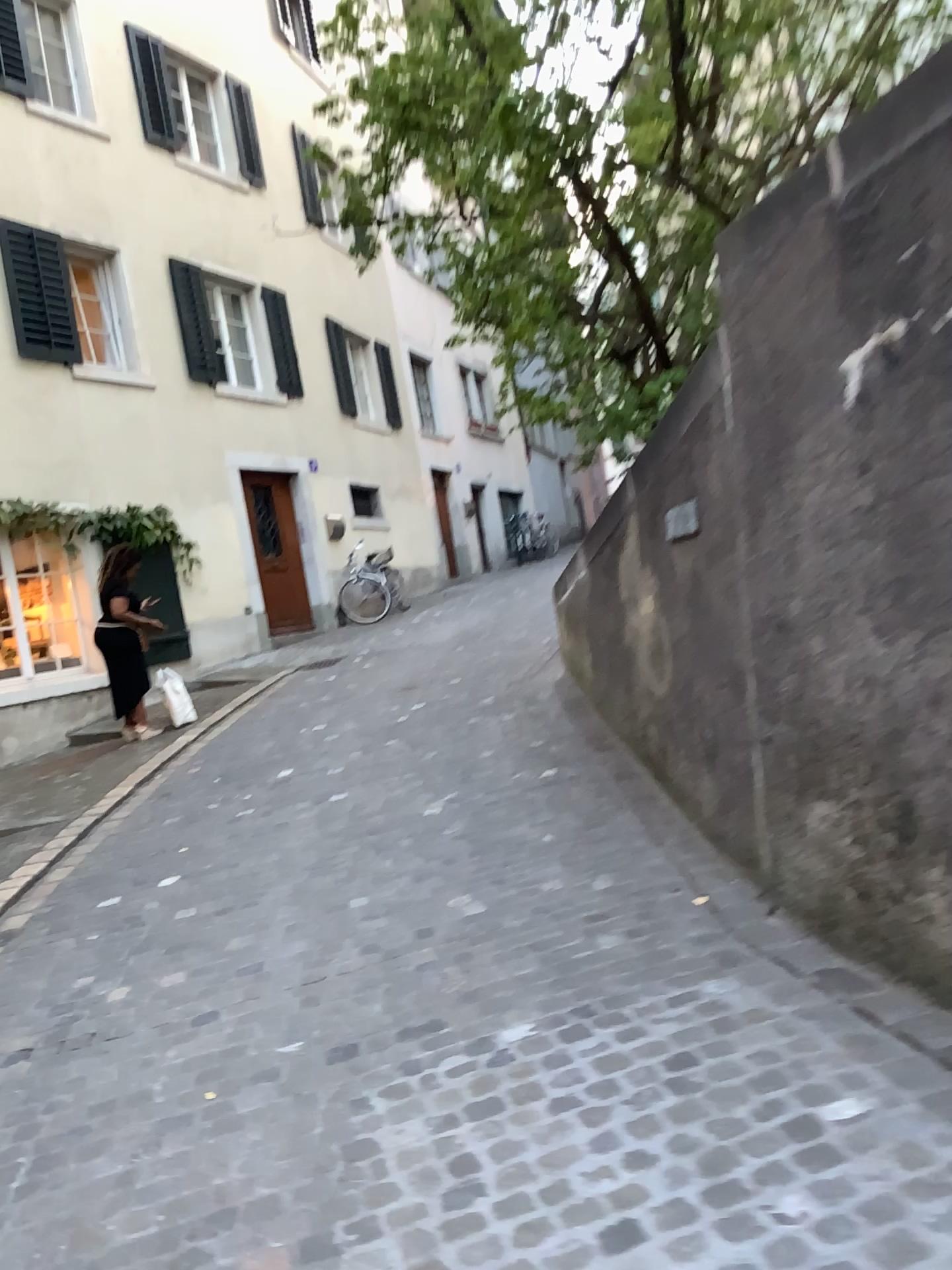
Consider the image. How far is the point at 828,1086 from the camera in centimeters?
231cm
